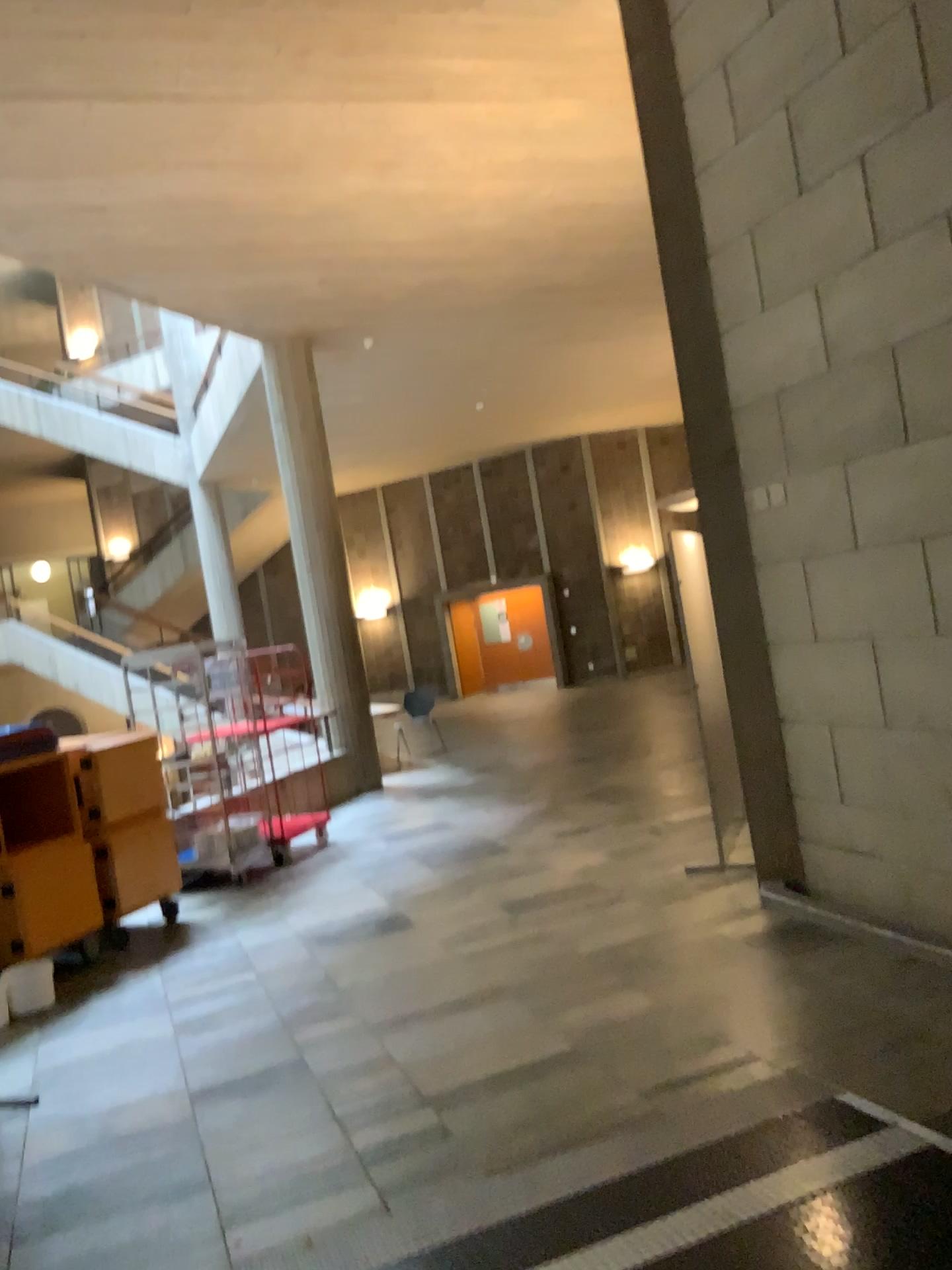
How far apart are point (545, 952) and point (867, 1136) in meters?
2.2 m
